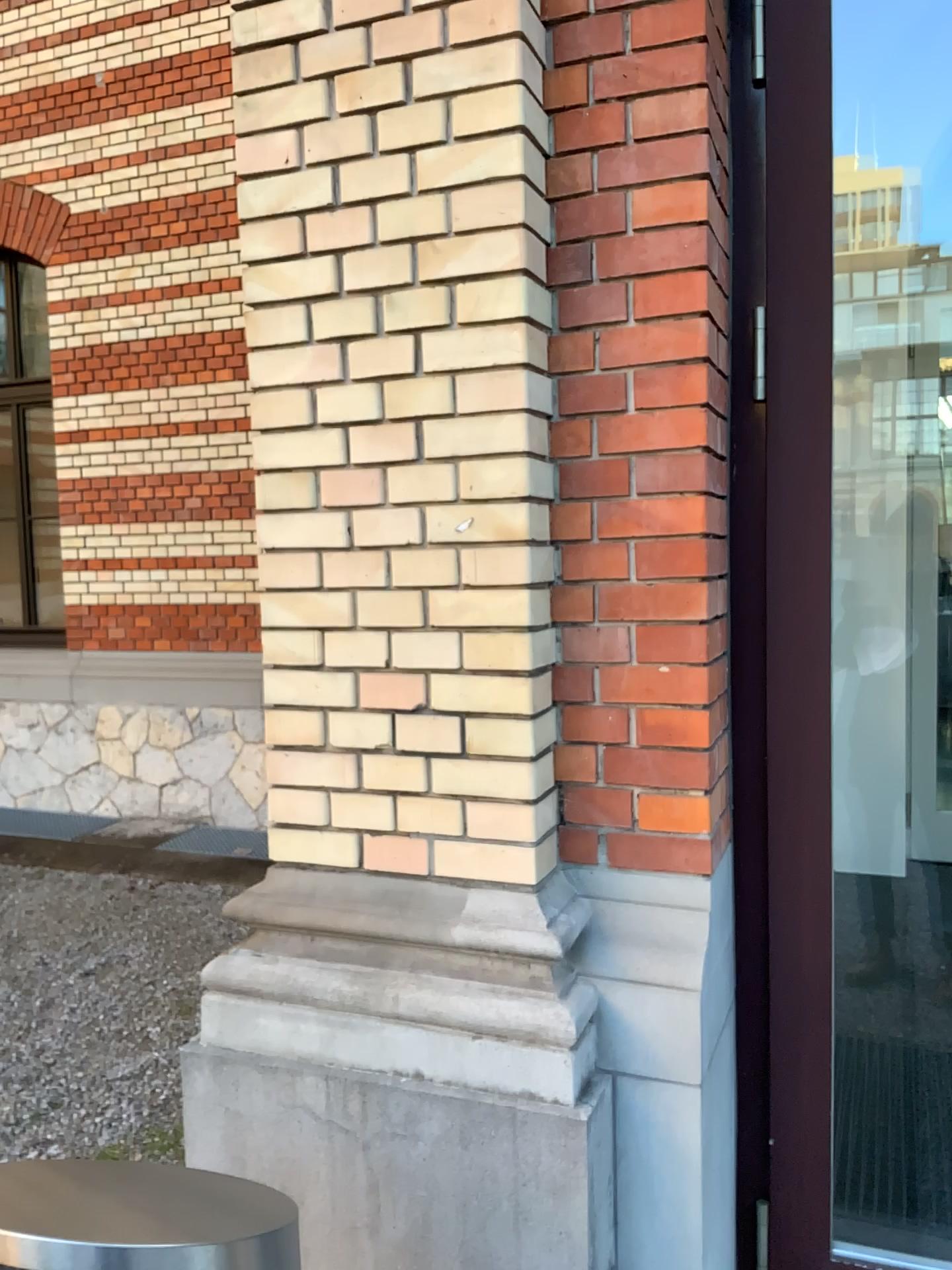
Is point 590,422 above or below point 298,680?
above

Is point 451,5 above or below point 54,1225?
above

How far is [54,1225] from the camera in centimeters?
101cm

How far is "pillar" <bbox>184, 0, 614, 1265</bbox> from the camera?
1.7m

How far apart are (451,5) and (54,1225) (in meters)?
1.71

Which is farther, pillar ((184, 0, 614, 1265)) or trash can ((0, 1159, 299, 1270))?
pillar ((184, 0, 614, 1265))

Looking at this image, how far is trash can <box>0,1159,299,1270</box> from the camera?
1.0m

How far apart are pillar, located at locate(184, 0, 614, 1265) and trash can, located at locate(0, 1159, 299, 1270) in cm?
54
